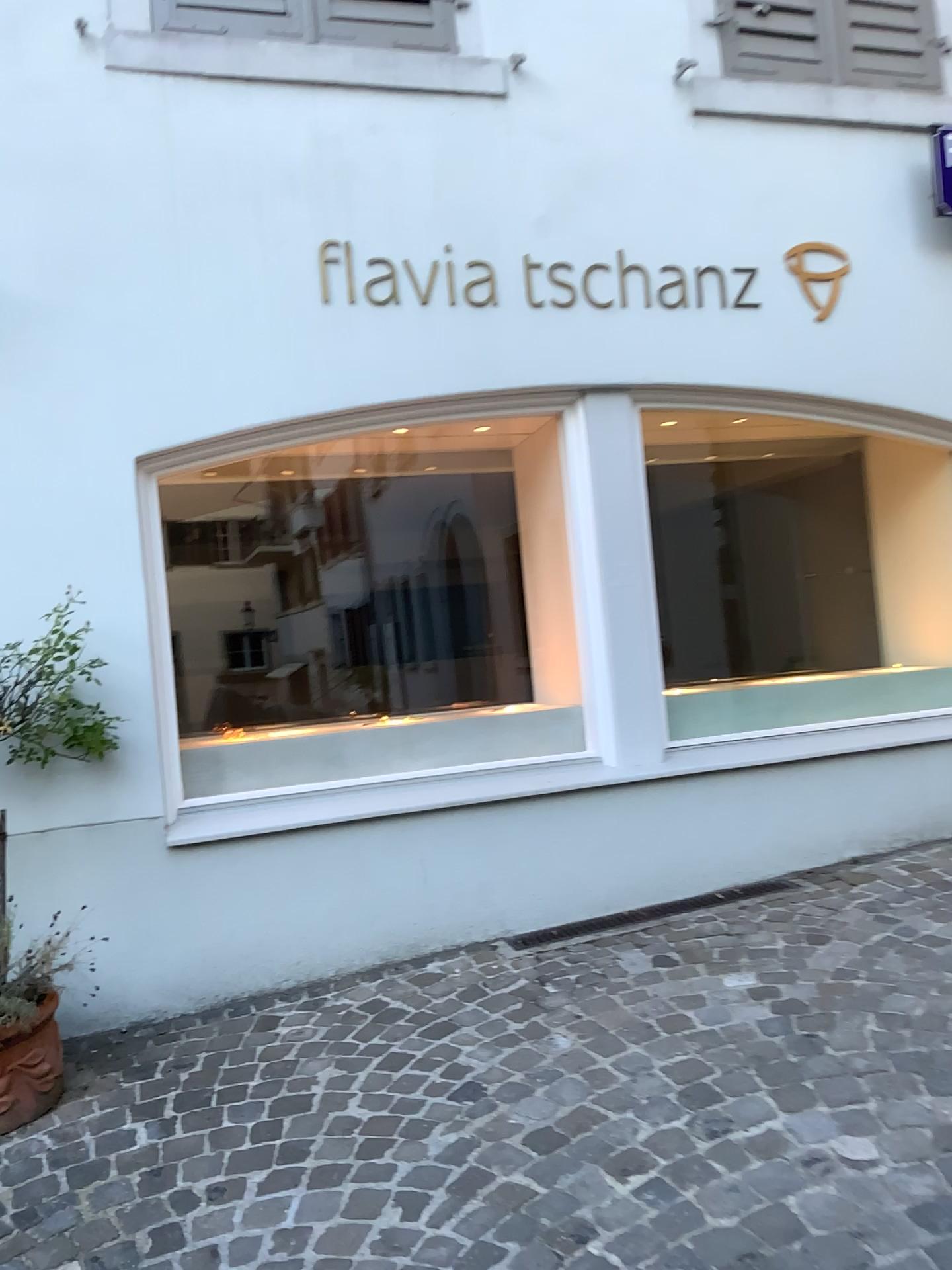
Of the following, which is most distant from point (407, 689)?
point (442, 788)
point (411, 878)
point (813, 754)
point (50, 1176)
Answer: point (50, 1176)

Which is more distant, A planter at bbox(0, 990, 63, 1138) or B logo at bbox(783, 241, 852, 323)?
B logo at bbox(783, 241, 852, 323)

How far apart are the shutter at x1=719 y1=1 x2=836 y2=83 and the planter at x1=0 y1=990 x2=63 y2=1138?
3.9m

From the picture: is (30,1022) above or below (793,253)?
below

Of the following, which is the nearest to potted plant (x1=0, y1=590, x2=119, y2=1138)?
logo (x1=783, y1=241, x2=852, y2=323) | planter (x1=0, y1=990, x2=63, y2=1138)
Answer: planter (x1=0, y1=990, x2=63, y2=1138)

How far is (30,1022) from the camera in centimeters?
255cm

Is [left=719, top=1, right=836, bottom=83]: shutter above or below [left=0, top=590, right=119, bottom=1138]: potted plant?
above

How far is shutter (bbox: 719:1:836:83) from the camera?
4.1 meters

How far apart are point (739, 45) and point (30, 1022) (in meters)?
4.08

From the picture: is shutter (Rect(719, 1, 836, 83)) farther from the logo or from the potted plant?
the potted plant
